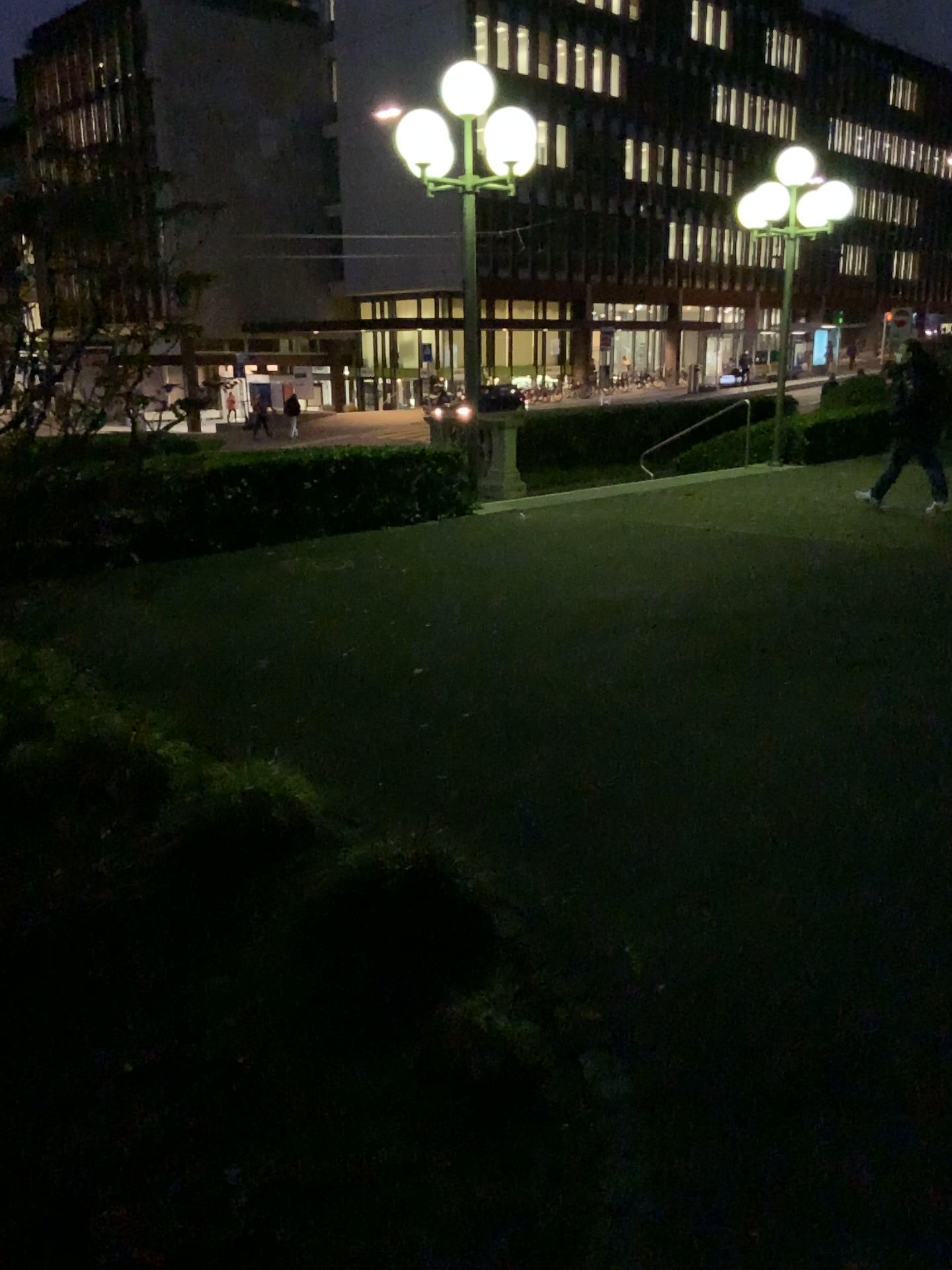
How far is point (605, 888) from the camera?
3.2m
